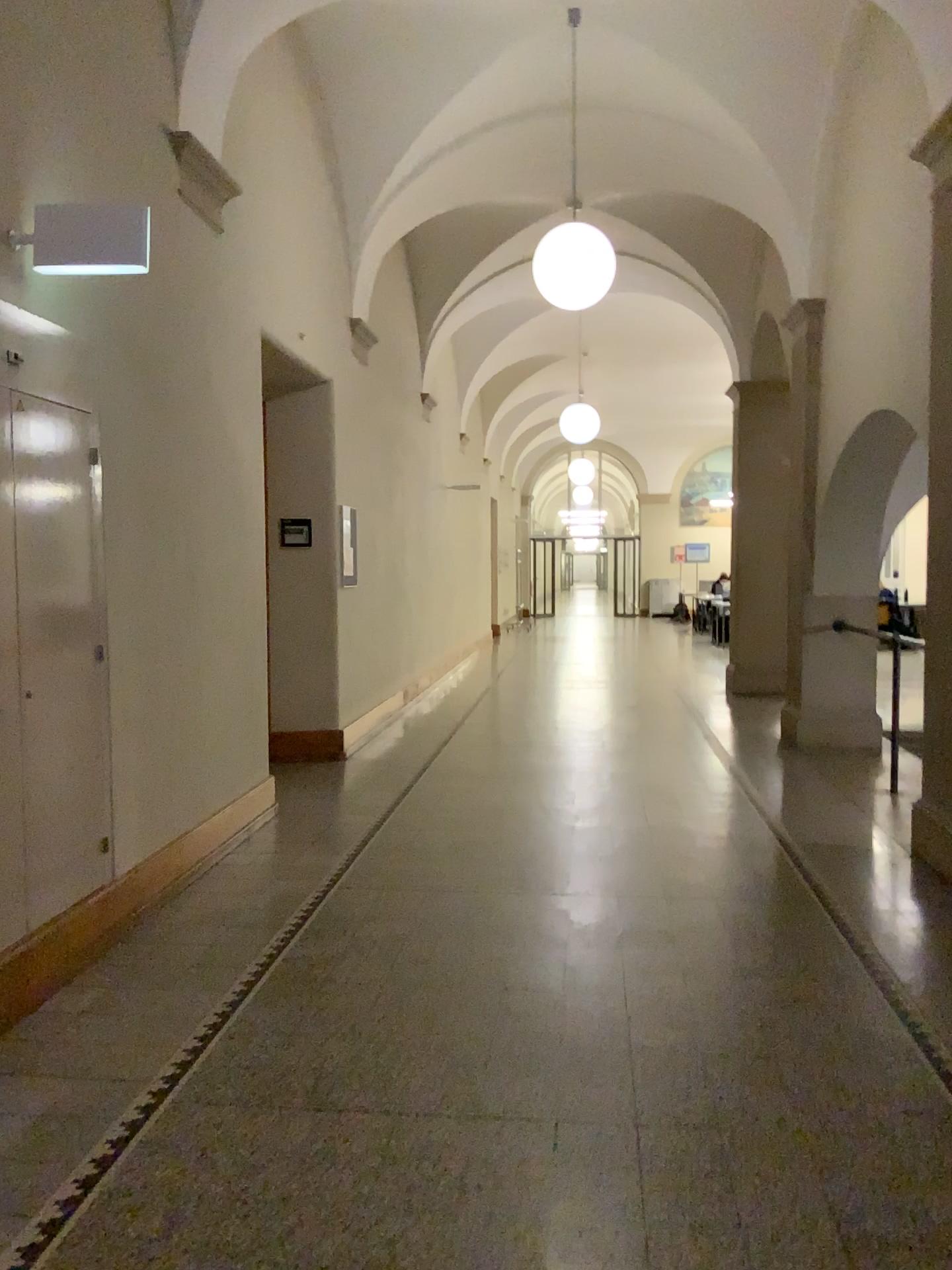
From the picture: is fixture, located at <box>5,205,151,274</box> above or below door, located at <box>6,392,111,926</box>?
above

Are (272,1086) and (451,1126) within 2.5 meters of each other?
yes

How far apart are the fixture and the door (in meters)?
0.42

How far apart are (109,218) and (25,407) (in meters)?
0.66

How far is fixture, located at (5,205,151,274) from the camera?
3.31m

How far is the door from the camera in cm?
340

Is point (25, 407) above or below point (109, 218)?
below

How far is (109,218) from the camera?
3.31m
